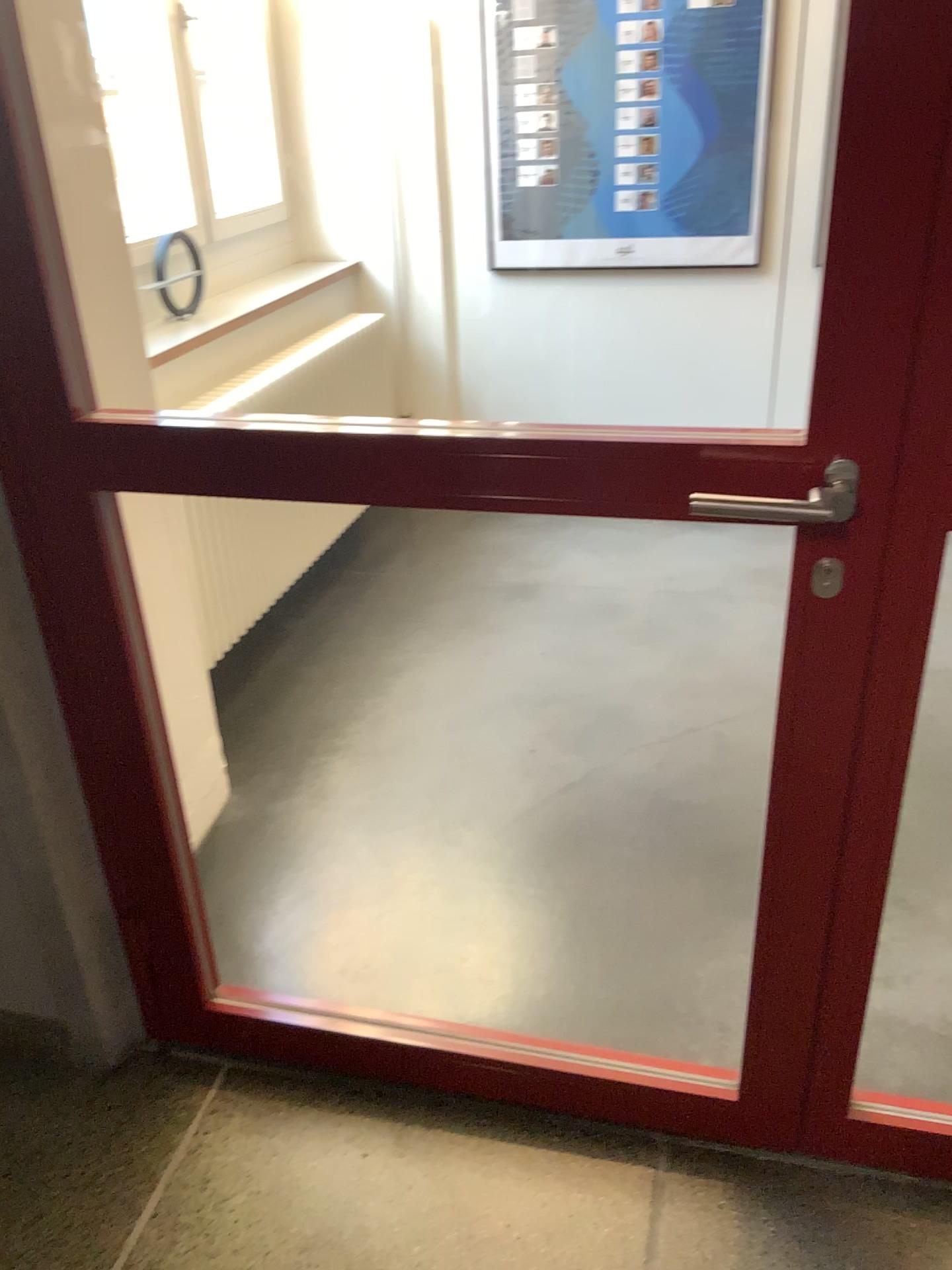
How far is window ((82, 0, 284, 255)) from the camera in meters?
3.4

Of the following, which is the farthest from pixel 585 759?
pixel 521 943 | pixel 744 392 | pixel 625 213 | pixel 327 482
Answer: pixel 625 213

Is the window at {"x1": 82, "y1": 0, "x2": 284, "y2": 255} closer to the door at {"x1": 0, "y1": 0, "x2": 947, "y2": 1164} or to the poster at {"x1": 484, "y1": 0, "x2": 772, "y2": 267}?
the poster at {"x1": 484, "y1": 0, "x2": 772, "y2": 267}

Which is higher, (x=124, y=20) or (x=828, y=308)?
(x=124, y=20)

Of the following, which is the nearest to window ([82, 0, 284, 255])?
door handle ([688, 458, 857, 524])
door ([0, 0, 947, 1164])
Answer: door ([0, 0, 947, 1164])

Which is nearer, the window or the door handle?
the door handle

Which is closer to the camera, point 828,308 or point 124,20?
point 828,308

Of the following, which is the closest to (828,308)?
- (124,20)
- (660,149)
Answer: (660,149)

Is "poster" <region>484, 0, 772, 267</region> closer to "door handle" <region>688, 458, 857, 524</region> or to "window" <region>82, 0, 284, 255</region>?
"window" <region>82, 0, 284, 255</region>
